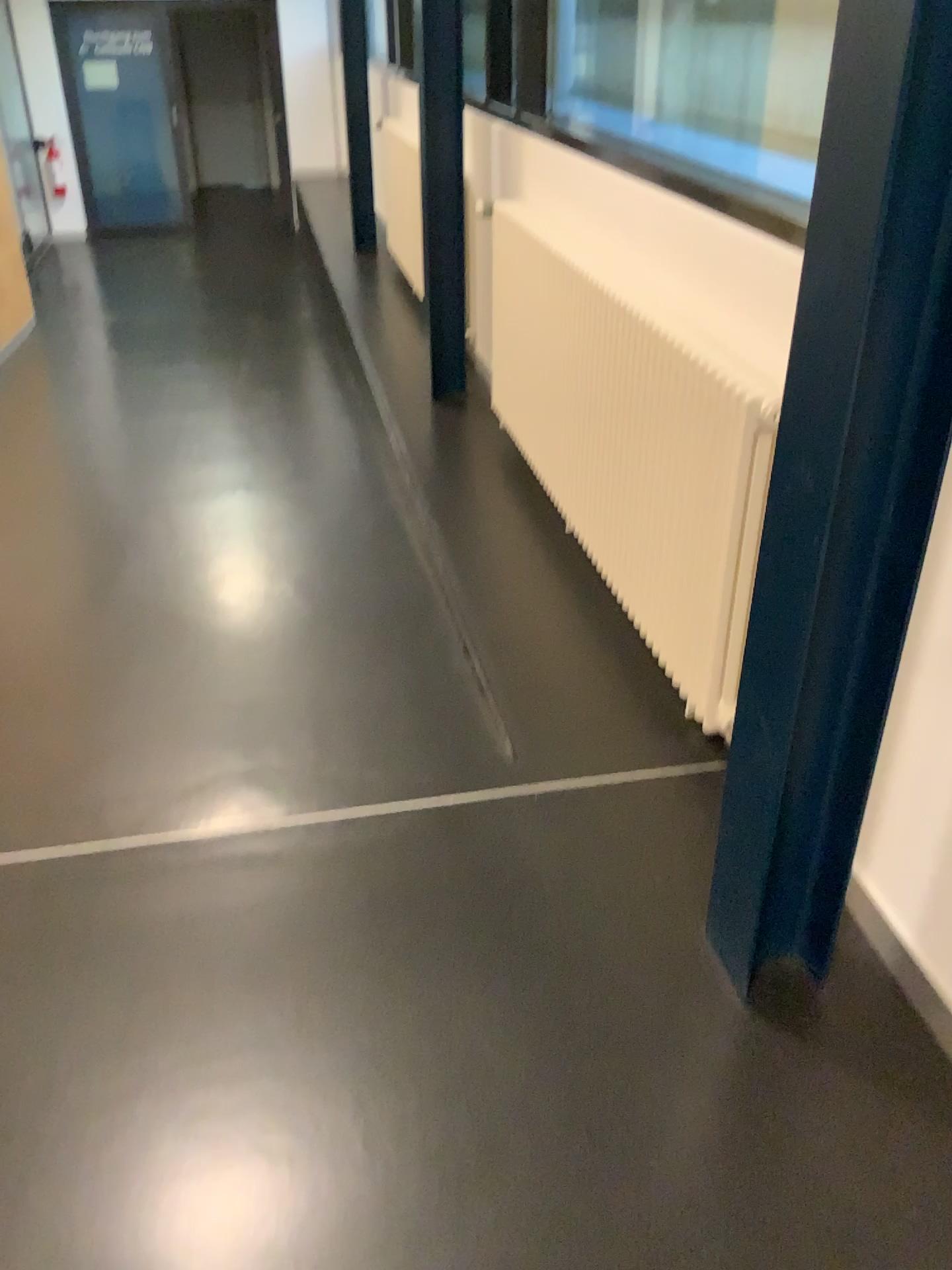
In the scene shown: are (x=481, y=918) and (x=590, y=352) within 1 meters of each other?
no
